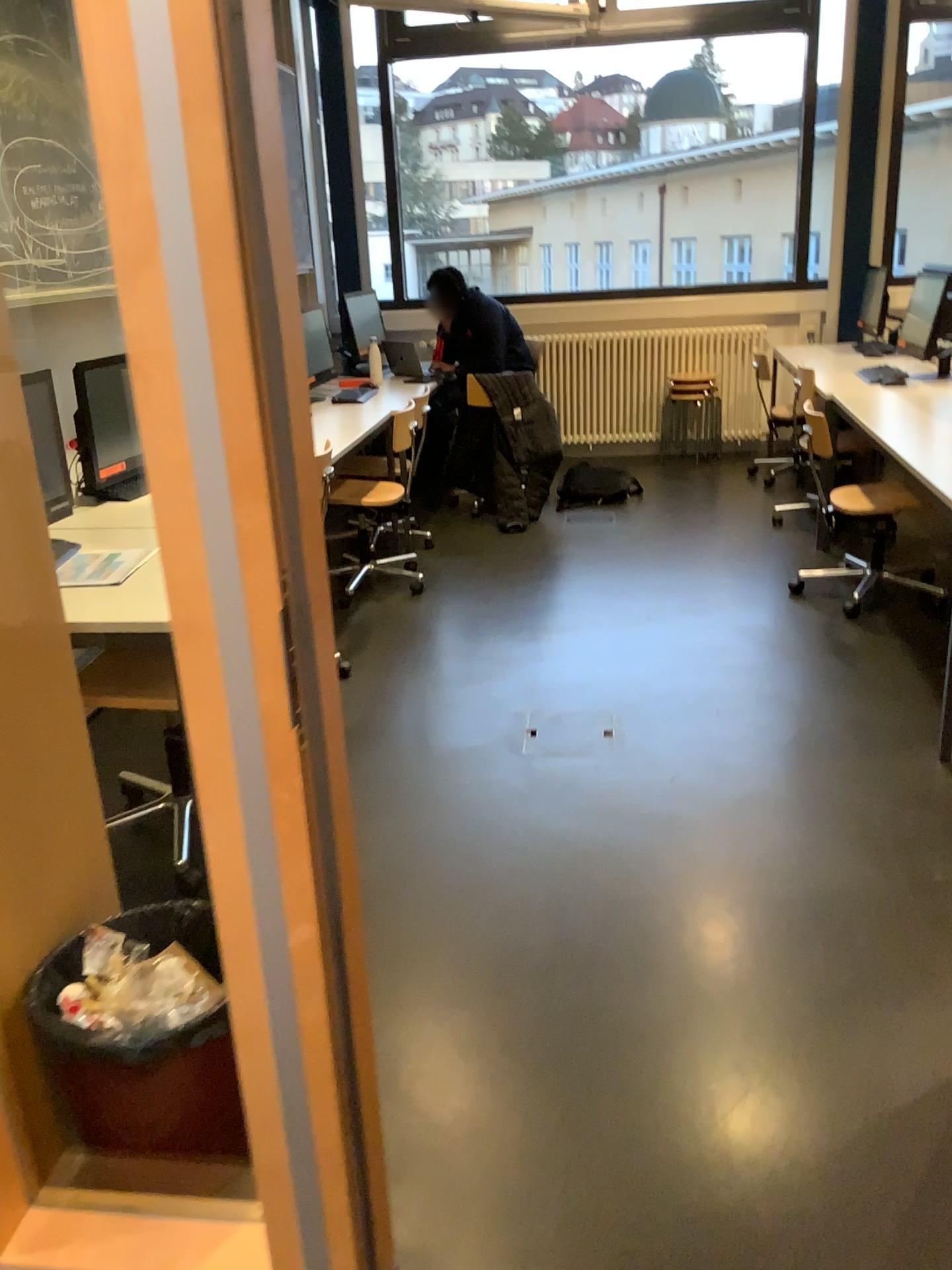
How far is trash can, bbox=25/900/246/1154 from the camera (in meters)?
1.64

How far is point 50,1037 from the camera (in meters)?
1.64

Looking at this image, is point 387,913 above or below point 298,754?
below
